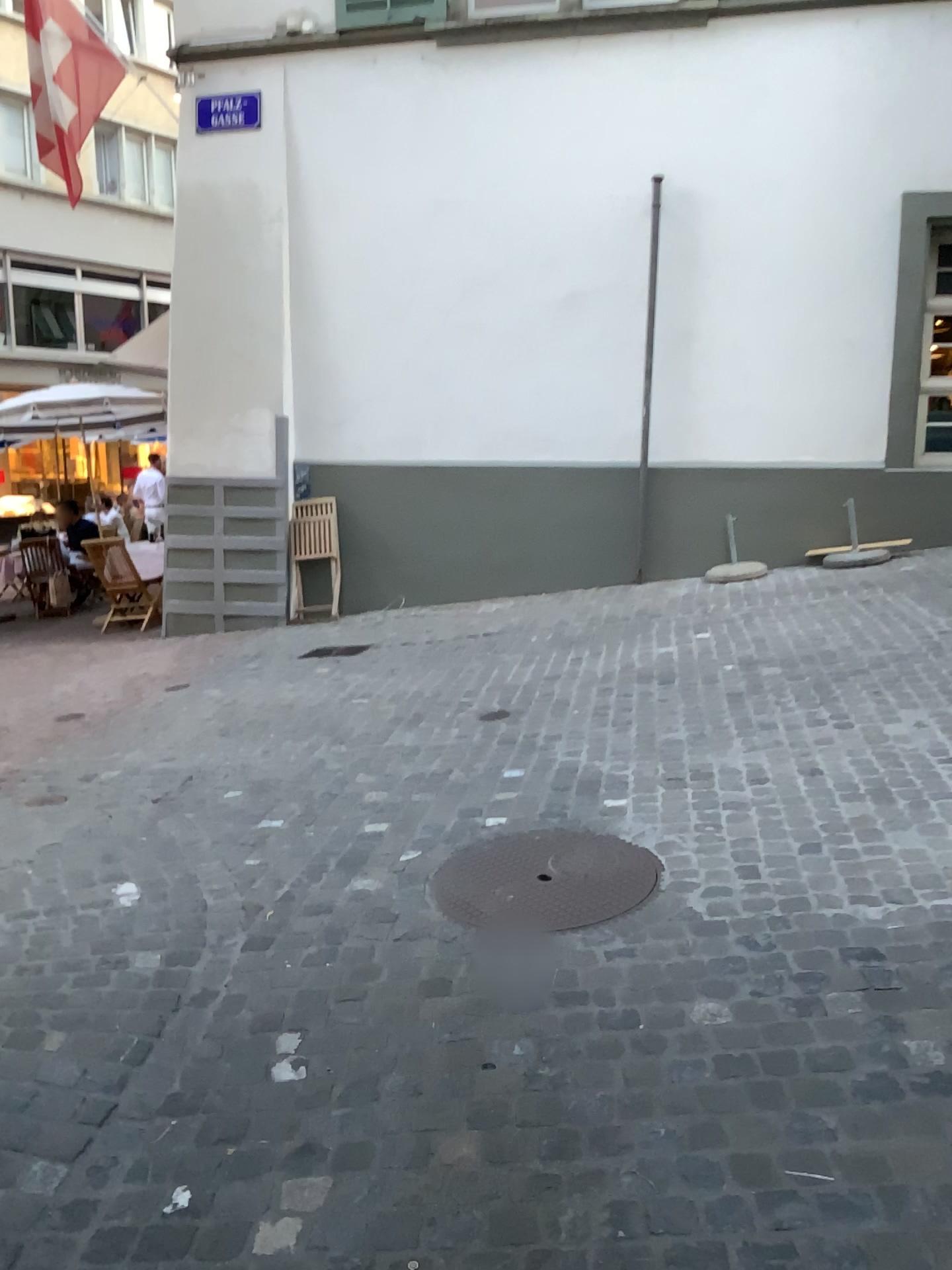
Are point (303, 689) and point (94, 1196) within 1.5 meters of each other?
no
